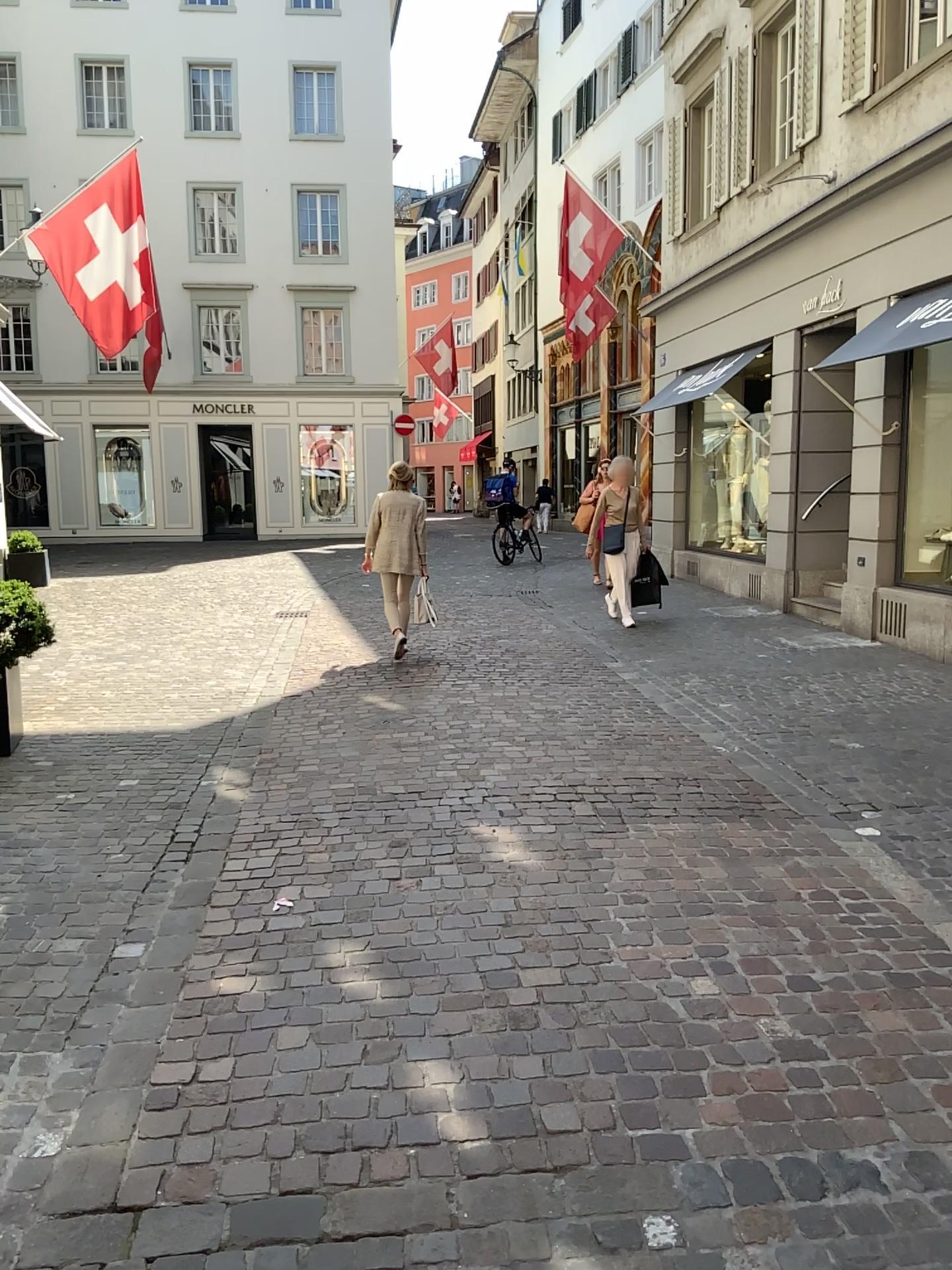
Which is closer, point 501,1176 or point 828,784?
point 501,1176
